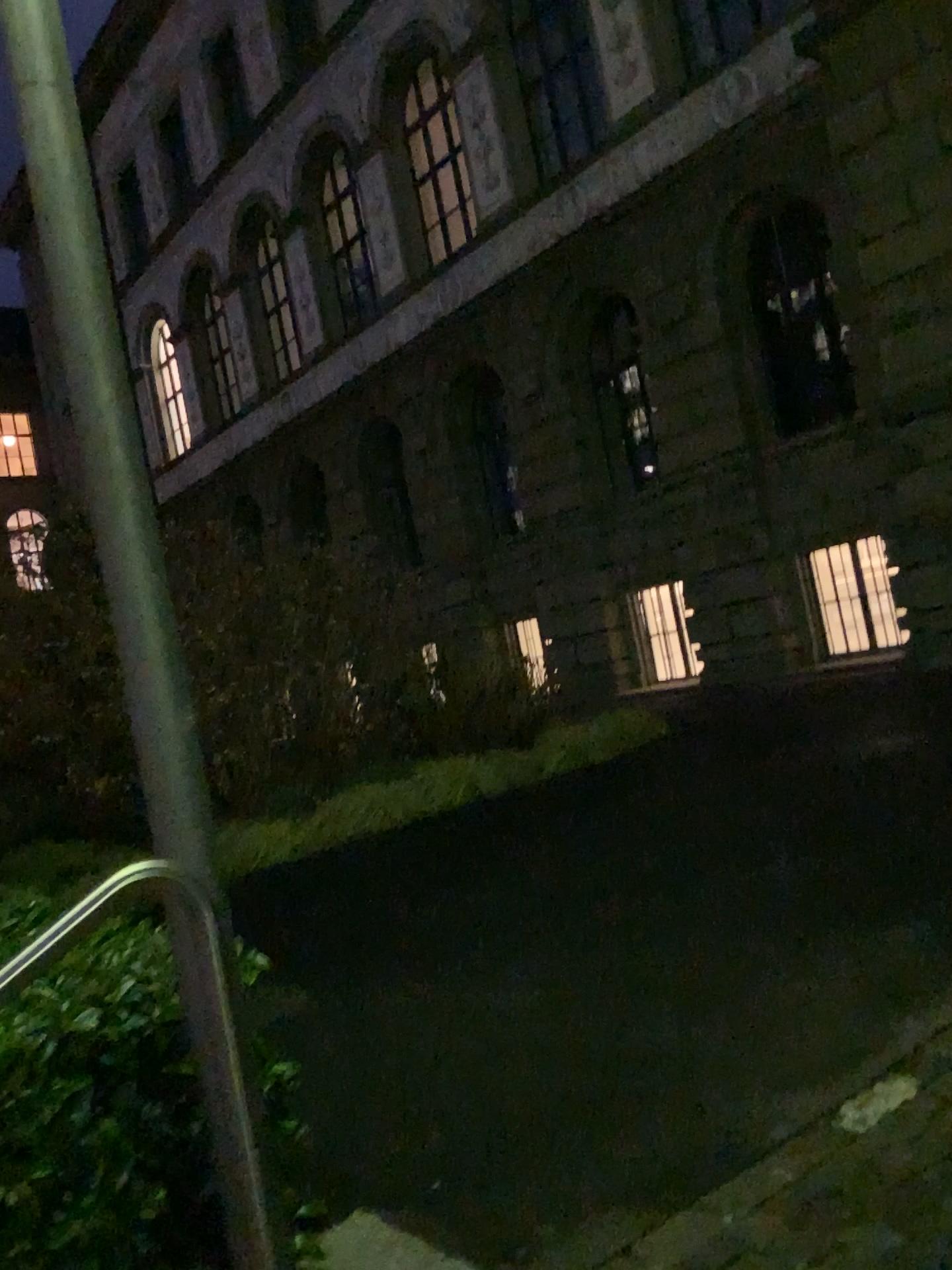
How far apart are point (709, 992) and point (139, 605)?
2.3m
